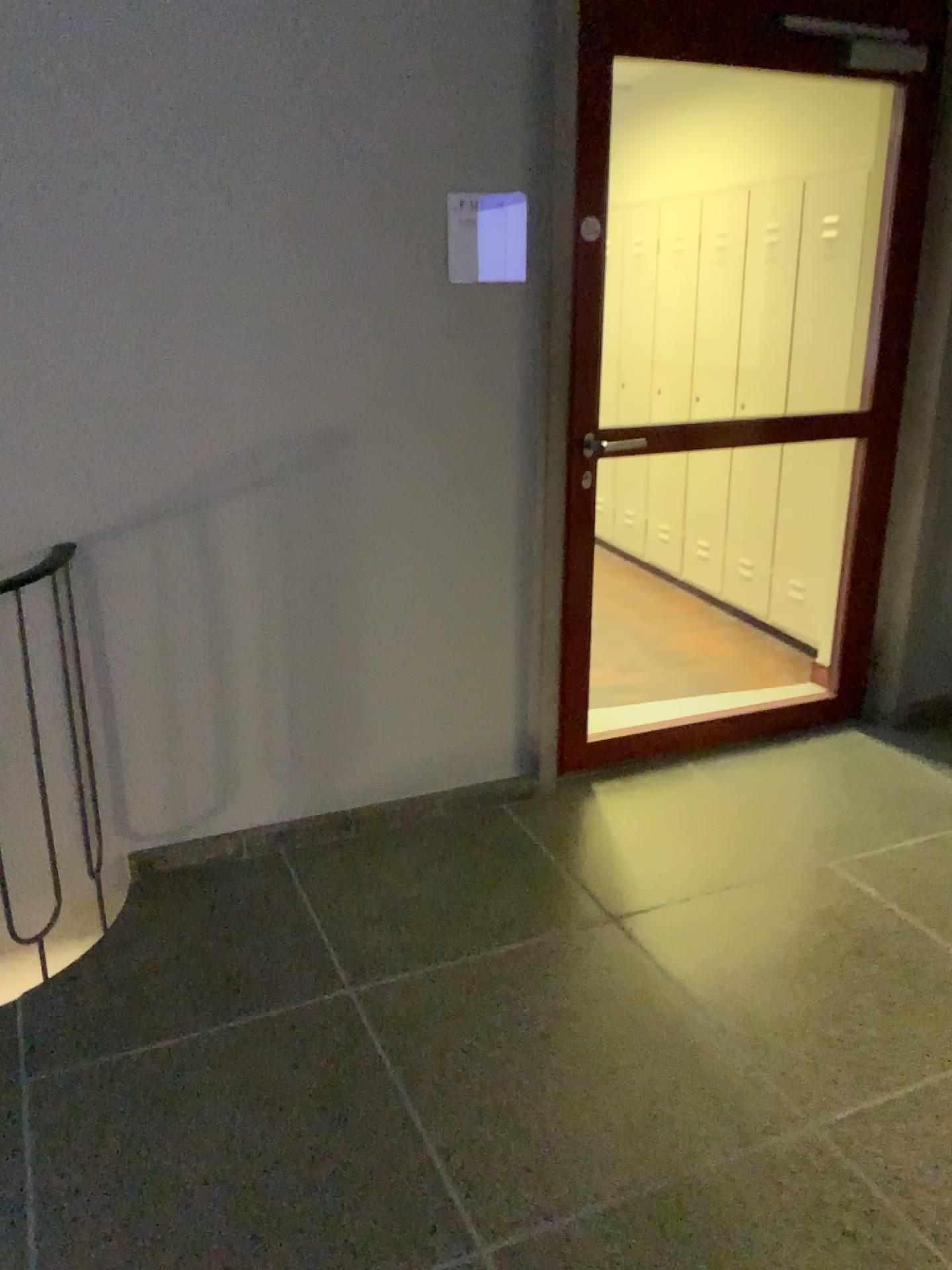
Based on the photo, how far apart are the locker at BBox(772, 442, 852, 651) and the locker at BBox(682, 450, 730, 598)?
0.5 meters

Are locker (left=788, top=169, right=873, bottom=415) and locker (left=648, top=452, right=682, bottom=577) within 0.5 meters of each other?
no

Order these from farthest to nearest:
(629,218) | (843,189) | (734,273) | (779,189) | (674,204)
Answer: (629,218) < (674,204) < (734,273) < (779,189) < (843,189)

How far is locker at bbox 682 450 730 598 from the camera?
5.1 meters

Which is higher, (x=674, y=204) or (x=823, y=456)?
(x=674, y=204)

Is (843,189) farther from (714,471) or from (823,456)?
(714,471)

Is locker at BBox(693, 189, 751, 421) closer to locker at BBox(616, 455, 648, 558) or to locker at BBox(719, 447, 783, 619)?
locker at BBox(719, 447, 783, 619)

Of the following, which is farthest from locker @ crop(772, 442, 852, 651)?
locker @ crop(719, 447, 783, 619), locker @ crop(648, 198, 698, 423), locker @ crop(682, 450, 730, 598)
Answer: locker @ crop(648, 198, 698, 423)

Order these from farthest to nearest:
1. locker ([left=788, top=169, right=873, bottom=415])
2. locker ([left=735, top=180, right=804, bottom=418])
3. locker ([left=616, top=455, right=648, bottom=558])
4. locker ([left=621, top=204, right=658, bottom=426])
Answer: locker ([left=616, top=455, right=648, bottom=558]), locker ([left=621, top=204, right=658, bottom=426]), locker ([left=735, top=180, right=804, bottom=418]), locker ([left=788, top=169, right=873, bottom=415])

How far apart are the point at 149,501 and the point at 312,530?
0.42m
